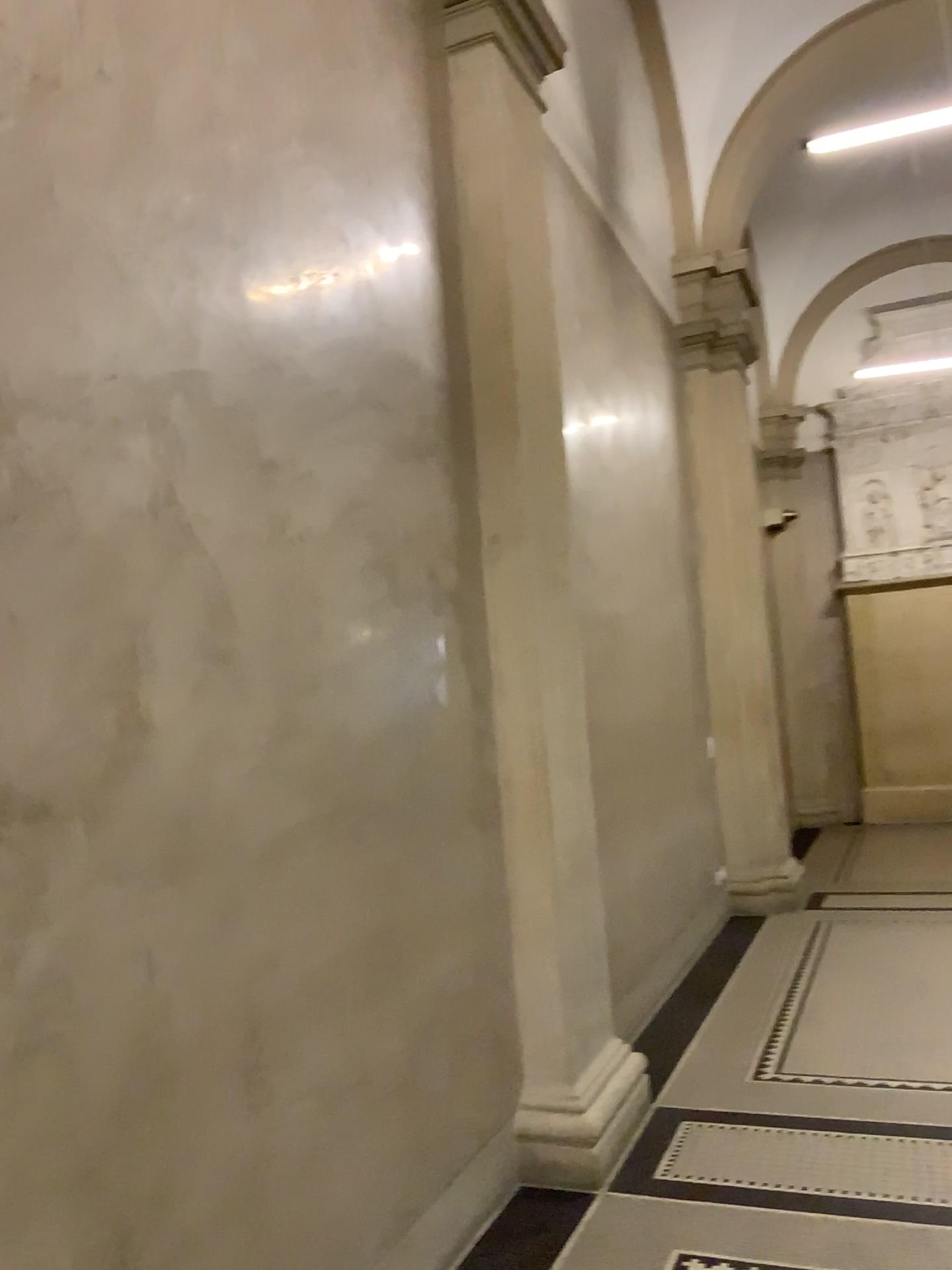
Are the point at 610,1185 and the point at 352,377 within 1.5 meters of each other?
no

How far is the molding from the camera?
3.4m

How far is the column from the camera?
3.58m

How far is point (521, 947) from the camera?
3.58m

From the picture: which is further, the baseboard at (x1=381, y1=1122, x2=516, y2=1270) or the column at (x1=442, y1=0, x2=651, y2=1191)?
the column at (x1=442, y1=0, x2=651, y2=1191)

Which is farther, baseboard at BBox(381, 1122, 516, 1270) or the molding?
the molding

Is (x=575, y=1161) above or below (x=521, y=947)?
below

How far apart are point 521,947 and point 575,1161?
0.7 meters
